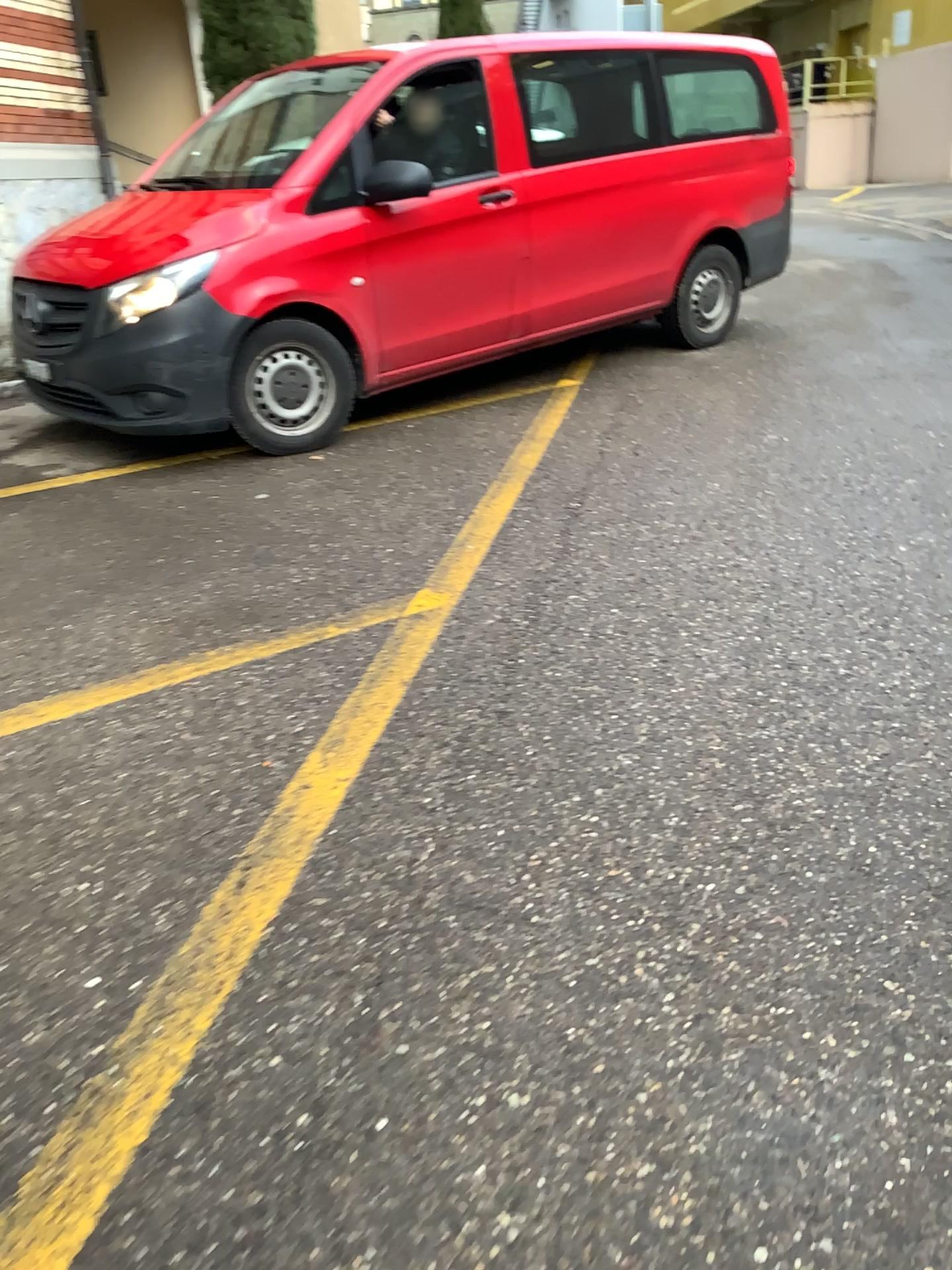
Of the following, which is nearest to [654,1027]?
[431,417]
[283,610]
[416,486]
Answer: [283,610]
